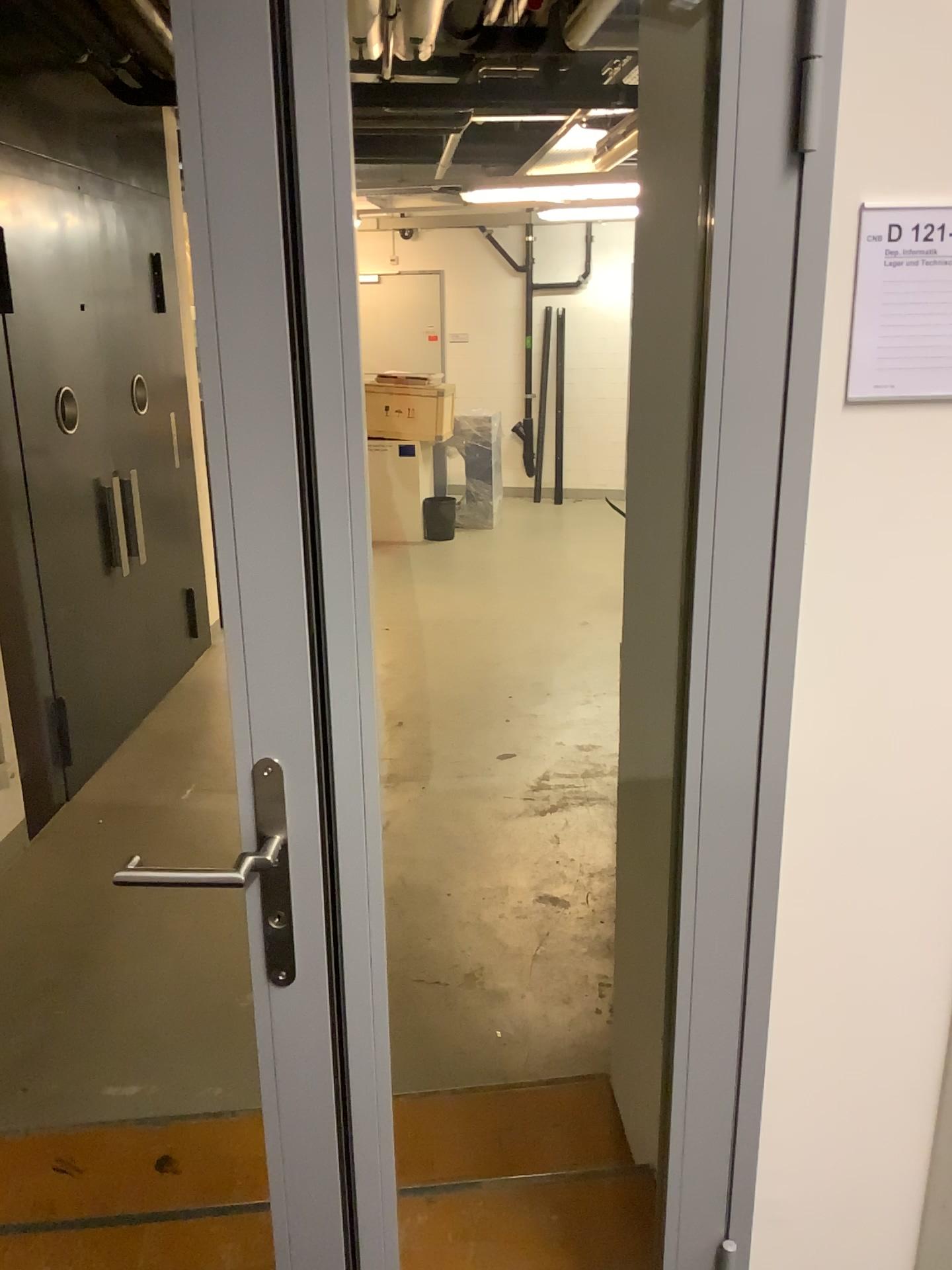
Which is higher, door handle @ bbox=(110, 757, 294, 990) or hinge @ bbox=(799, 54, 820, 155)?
hinge @ bbox=(799, 54, 820, 155)

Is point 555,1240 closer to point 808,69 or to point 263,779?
point 263,779

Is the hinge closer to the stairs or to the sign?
the sign

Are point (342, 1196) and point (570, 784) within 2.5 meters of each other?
no

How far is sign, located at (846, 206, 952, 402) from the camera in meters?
1.2 m

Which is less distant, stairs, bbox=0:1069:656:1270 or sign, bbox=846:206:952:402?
sign, bbox=846:206:952:402

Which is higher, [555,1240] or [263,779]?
[263,779]

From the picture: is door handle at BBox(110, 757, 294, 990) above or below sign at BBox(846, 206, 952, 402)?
below

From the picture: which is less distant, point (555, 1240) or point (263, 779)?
point (263, 779)

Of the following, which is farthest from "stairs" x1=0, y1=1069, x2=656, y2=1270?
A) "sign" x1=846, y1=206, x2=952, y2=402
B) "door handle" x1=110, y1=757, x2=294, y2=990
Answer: "sign" x1=846, y1=206, x2=952, y2=402
